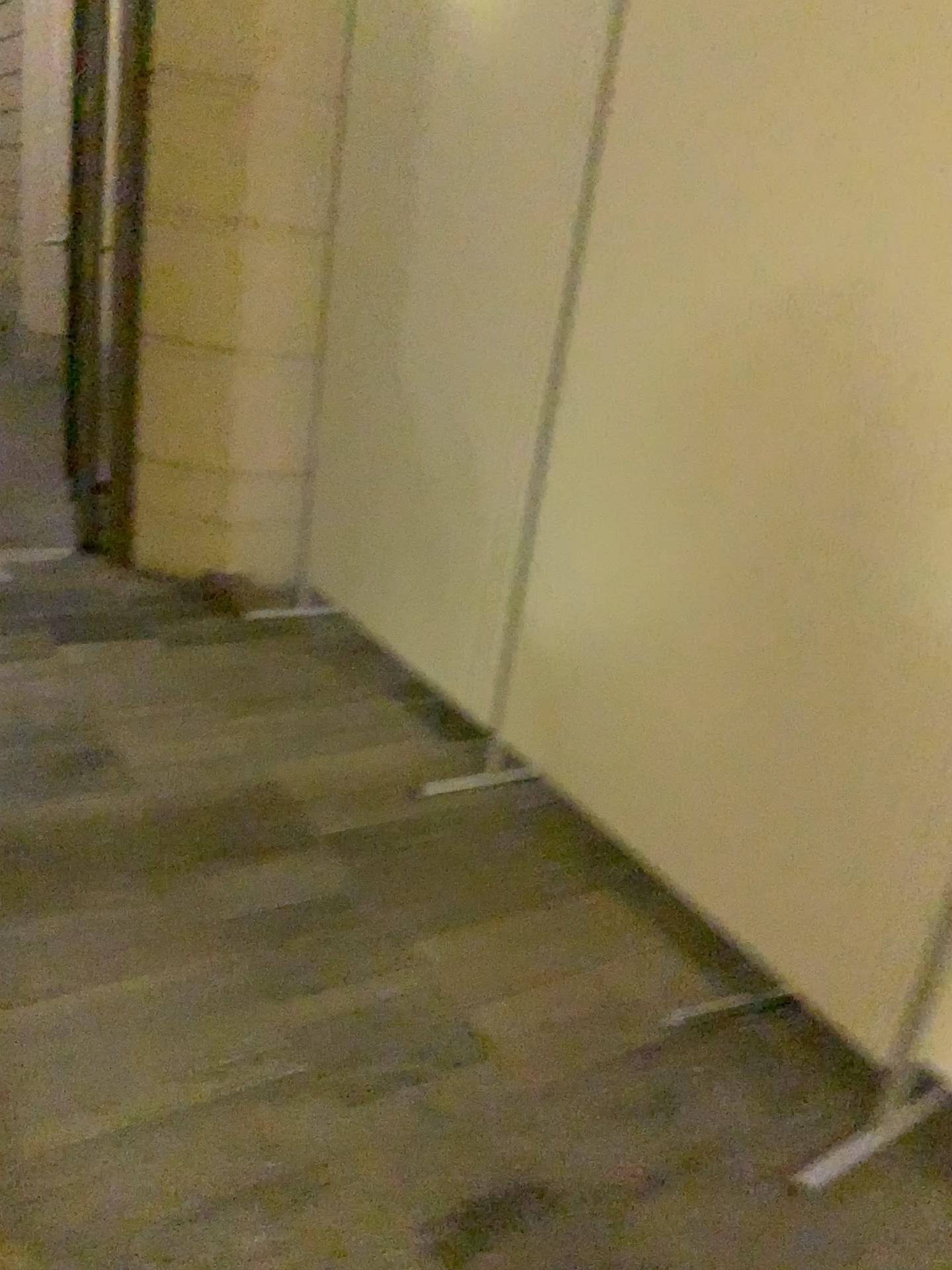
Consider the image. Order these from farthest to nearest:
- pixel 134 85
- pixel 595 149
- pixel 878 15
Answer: pixel 134 85
pixel 595 149
pixel 878 15

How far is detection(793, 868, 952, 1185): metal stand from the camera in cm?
161

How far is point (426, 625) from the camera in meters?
2.9 m

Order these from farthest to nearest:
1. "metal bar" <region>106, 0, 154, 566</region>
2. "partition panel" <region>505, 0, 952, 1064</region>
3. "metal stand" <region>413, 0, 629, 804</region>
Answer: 1. "metal bar" <region>106, 0, 154, 566</region>
2. "metal stand" <region>413, 0, 629, 804</region>
3. "partition panel" <region>505, 0, 952, 1064</region>

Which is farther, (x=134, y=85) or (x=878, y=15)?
(x=134, y=85)

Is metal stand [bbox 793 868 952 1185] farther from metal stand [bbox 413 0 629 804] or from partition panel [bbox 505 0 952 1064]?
metal stand [bbox 413 0 629 804]

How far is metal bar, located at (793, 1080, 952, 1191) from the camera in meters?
1.6

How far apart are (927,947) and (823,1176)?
0.4 meters

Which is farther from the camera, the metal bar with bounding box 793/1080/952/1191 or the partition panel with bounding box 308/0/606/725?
the partition panel with bounding box 308/0/606/725

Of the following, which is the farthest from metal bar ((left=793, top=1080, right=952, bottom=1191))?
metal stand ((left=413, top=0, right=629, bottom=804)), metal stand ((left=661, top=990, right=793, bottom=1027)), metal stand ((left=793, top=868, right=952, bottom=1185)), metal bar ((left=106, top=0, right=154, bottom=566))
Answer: metal bar ((left=106, top=0, right=154, bottom=566))
